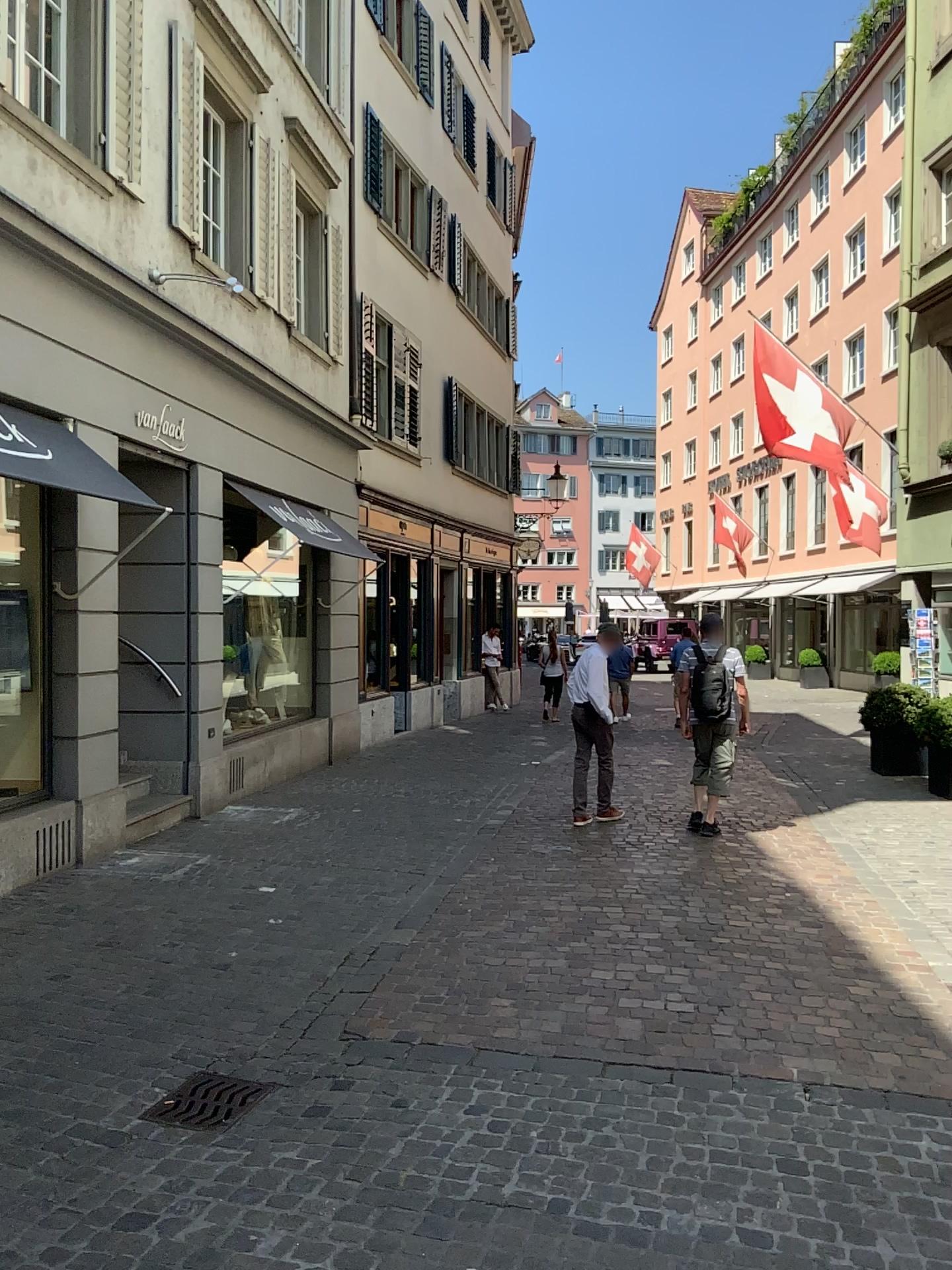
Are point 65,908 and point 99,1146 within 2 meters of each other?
no

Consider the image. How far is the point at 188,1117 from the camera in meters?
3.4 m

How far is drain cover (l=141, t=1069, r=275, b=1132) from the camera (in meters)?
3.43
